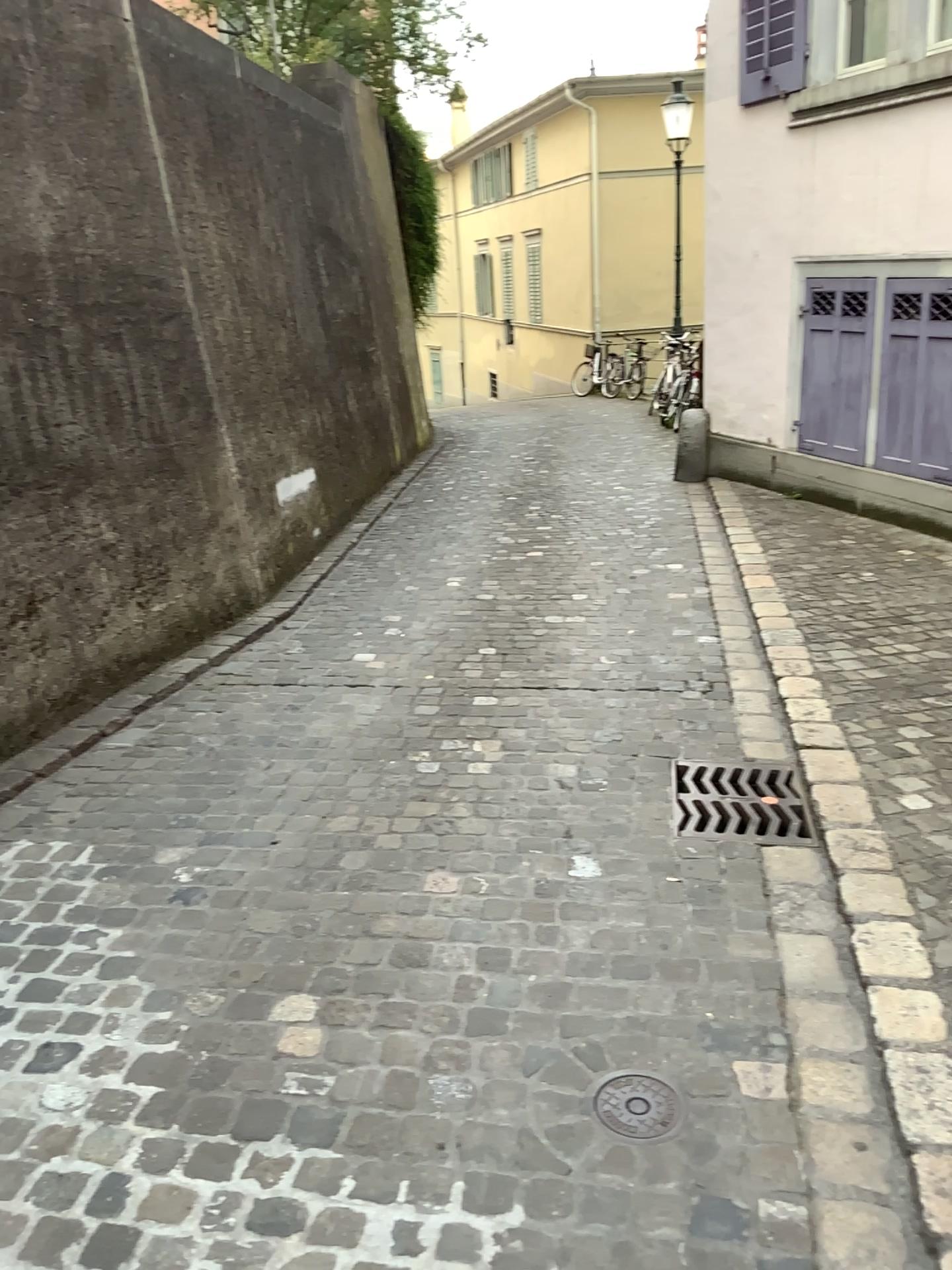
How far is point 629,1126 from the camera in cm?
191

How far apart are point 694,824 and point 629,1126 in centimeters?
118cm

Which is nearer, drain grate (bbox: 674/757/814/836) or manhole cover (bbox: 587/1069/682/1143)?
manhole cover (bbox: 587/1069/682/1143)

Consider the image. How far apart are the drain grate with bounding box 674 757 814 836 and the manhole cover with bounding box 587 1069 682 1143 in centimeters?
104cm

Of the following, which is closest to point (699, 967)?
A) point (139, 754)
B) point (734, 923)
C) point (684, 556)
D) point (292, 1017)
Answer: point (734, 923)

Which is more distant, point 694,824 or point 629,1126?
point 694,824

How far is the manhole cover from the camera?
1.91m

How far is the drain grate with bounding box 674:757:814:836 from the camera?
3.0m
